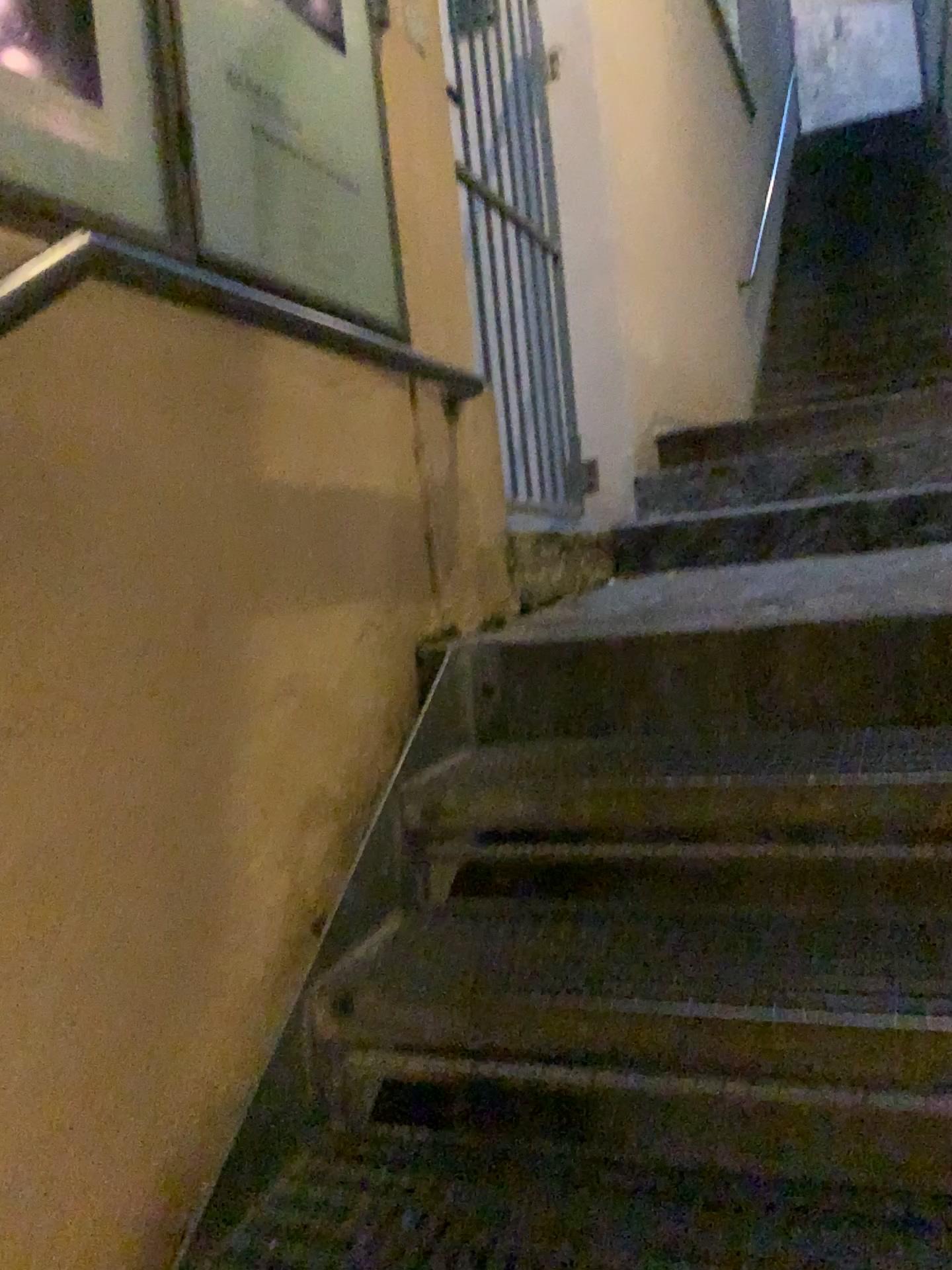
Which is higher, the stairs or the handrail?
the handrail

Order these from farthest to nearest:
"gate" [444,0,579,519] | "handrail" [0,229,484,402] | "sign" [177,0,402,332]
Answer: "gate" [444,0,579,519] < "sign" [177,0,402,332] < "handrail" [0,229,484,402]

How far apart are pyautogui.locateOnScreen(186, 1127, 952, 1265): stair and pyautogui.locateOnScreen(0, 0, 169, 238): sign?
1.09m

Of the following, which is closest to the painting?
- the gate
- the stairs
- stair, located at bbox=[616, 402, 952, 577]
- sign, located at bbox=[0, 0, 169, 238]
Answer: sign, located at bbox=[0, 0, 169, 238]

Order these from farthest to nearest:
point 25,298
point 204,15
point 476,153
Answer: point 476,153, point 204,15, point 25,298

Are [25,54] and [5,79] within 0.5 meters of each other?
yes

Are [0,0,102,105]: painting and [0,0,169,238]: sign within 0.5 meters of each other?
yes

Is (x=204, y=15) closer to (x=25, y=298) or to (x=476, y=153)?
(x=25, y=298)

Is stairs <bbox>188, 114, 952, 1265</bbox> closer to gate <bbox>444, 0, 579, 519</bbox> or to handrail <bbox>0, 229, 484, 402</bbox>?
handrail <bbox>0, 229, 484, 402</bbox>

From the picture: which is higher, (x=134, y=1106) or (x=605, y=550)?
(x=605, y=550)
